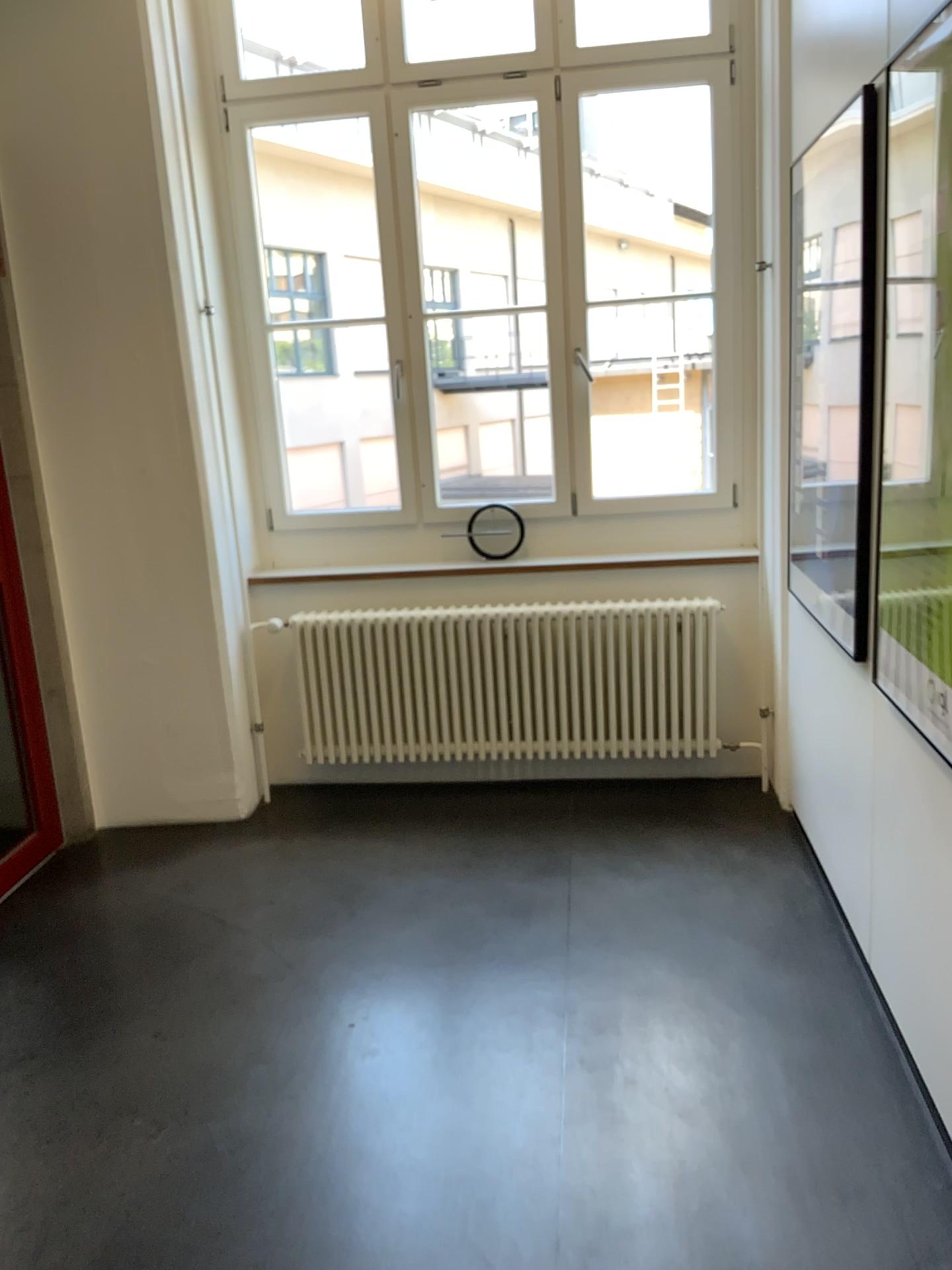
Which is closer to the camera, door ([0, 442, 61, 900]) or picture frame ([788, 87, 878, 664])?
picture frame ([788, 87, 878, 664])

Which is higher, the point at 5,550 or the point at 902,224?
the point at 902,224

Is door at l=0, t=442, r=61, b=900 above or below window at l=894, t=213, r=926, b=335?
below

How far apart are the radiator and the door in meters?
1.0 m

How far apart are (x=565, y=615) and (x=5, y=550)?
2.0 meters

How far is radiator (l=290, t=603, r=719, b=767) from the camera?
3.98m

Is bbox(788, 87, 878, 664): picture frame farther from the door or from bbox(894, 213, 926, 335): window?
the door

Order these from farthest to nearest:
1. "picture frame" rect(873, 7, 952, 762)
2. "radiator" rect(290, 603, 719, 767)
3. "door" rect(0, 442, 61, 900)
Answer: "radiator" rect(290, 603, 719, 767) < "door" rect(0, 442, 61, 900) < "picture frame" rect(873, 7, 952, 762)

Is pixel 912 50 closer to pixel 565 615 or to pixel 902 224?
pixel 902 224

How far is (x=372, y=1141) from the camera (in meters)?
2.25
